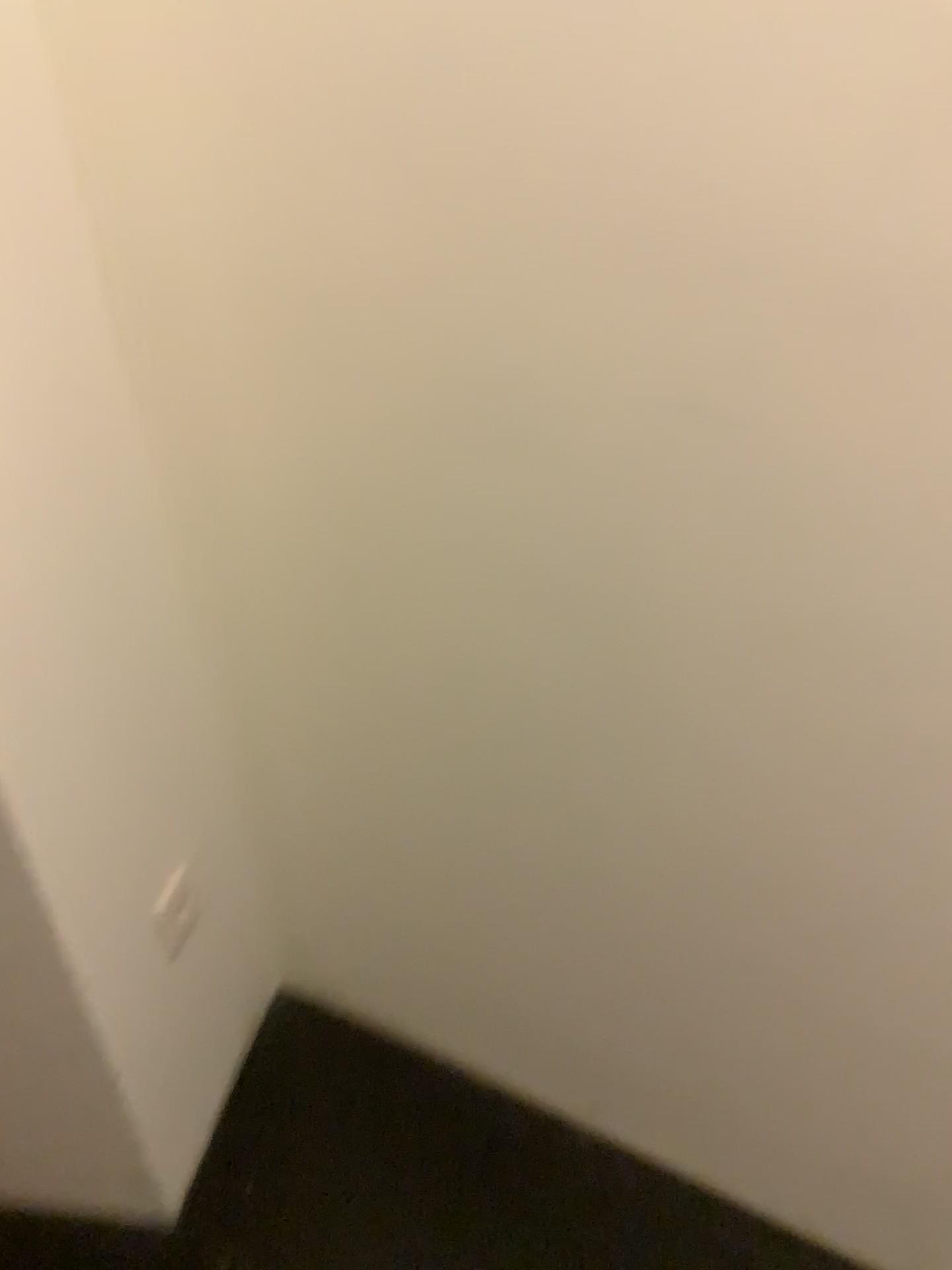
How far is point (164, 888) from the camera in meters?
1.3 m

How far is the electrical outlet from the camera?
1.3 meters

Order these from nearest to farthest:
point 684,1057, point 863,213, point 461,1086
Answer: point 863,213 → point 684,1057 → point 461,1086
